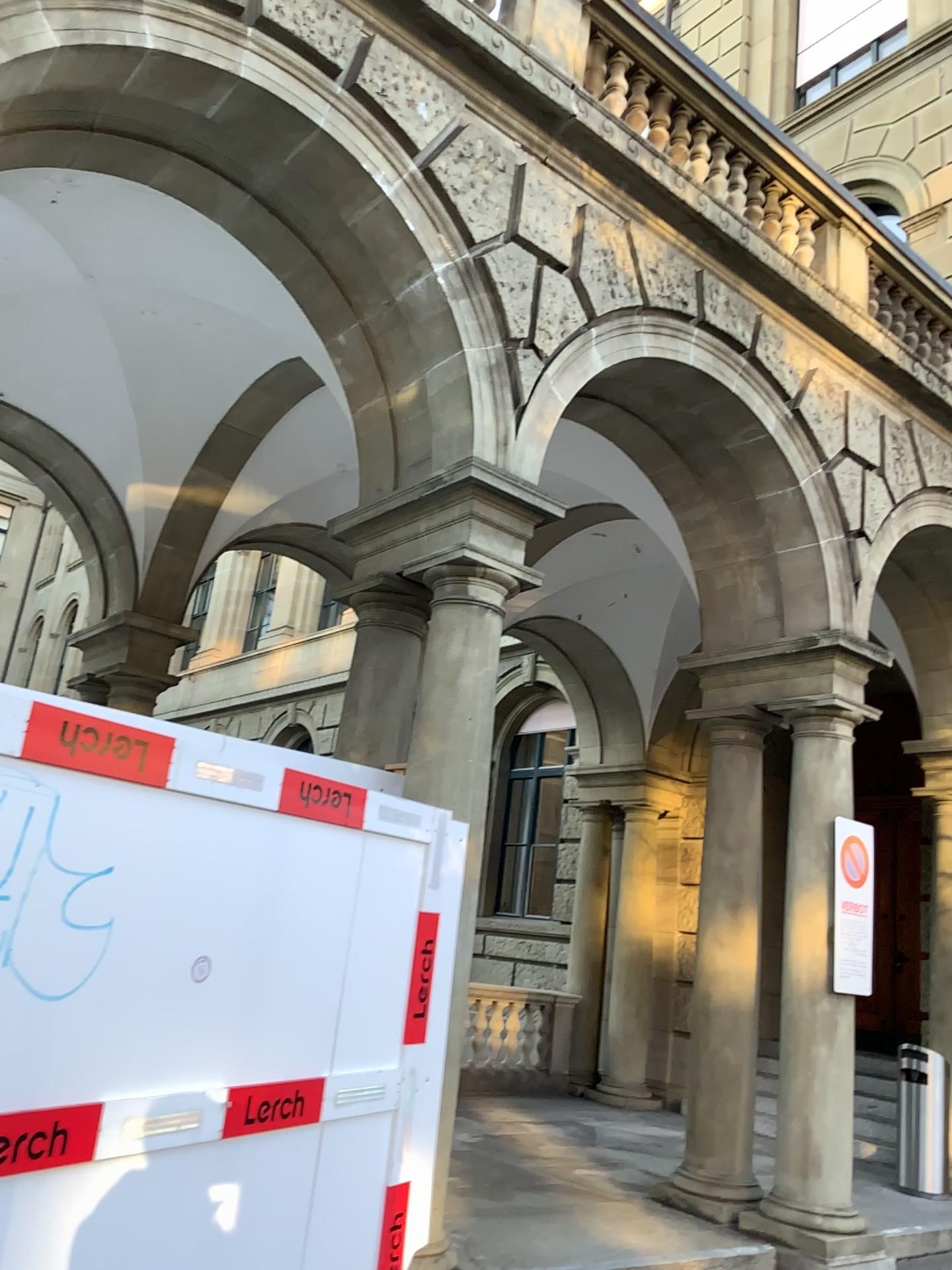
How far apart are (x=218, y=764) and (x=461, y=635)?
1.9m
